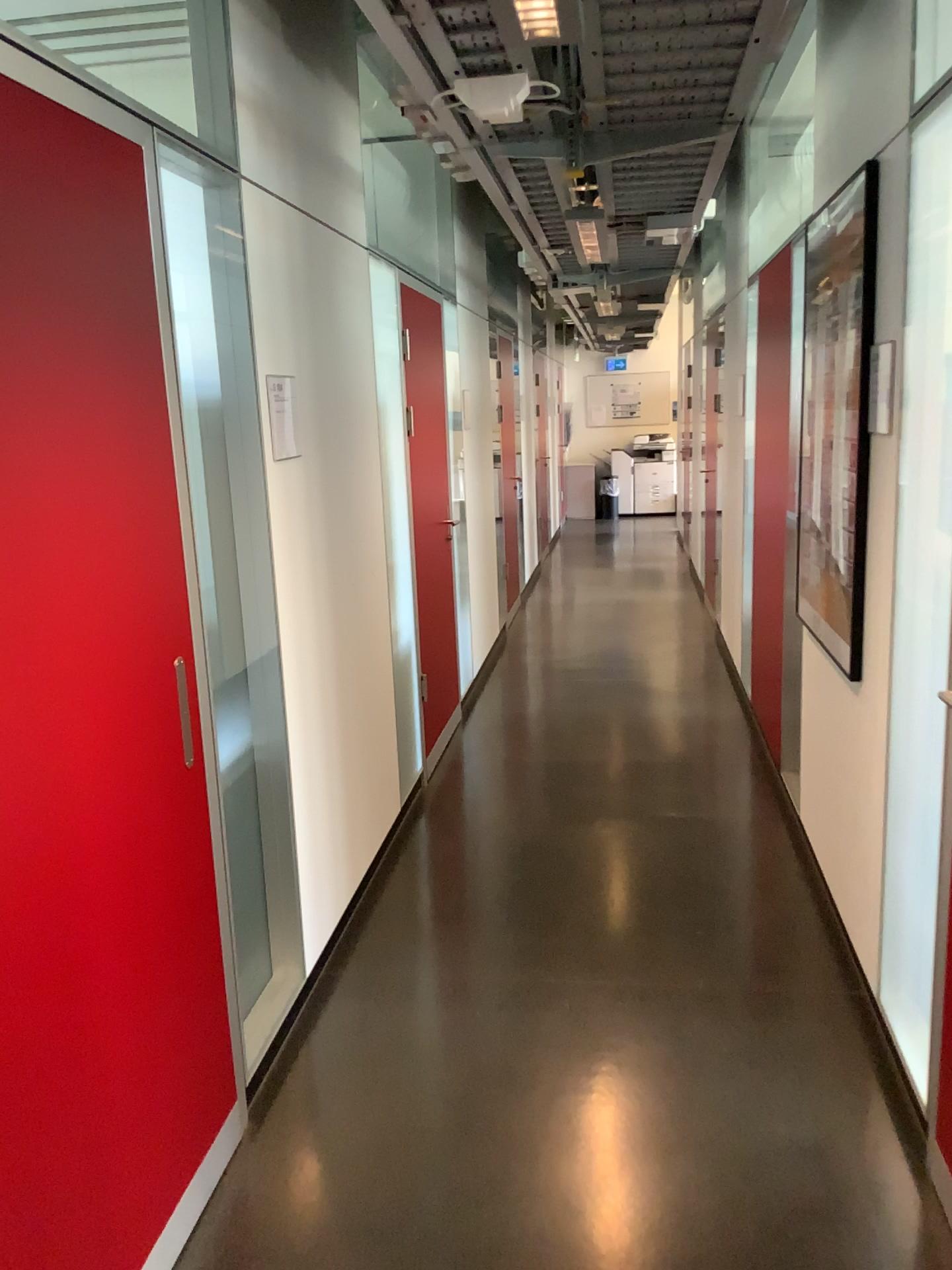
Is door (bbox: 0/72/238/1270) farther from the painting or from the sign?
the painting

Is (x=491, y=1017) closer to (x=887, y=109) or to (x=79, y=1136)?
(x=79, y=1136)

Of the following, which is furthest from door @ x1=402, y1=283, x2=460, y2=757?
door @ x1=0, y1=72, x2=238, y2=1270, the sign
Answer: door @ x1=0, y1=72, x2=238, y2=1270

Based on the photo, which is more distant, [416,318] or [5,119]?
[416,318]

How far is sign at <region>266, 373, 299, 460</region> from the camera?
2.75m

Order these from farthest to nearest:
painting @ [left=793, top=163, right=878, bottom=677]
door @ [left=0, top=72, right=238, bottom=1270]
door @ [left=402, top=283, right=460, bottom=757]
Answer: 1. door @ [left=402, top=283, right=460, bottom=757]
2. painting @ [left=793, top=163, right=878, bottom=677]
3. door @ [left=0, top=72, right=238, bottom=1270]

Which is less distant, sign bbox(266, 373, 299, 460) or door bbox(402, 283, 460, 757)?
sign bbox(266, 373, 299, 460)

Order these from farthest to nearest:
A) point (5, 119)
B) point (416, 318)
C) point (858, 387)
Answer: point (416, 318) → point (858, 387) → point (5, 119)

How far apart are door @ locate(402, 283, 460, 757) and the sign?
1.72m

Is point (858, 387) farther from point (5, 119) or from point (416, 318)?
point (416, 318)
